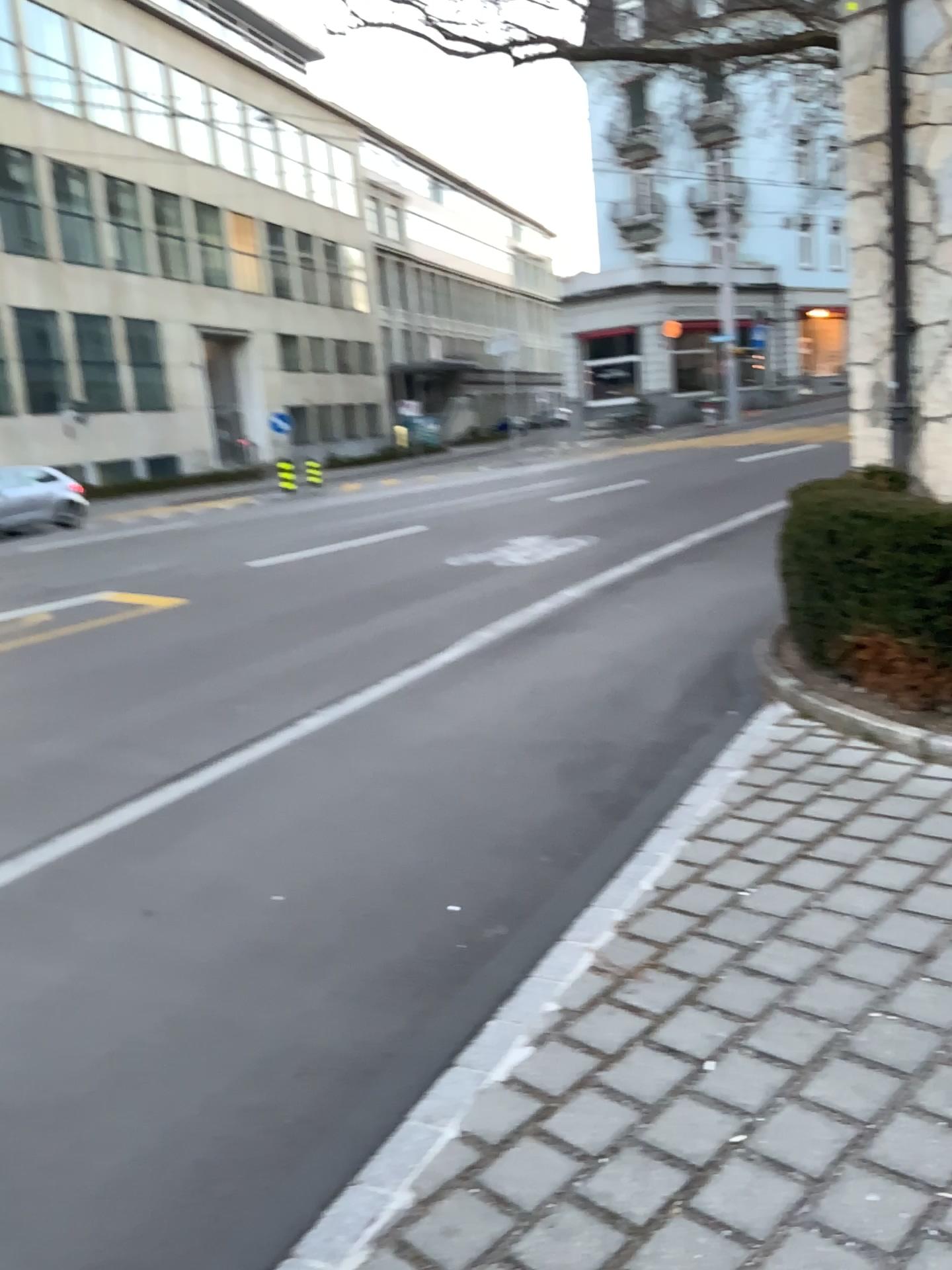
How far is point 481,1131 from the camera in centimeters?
230cm
